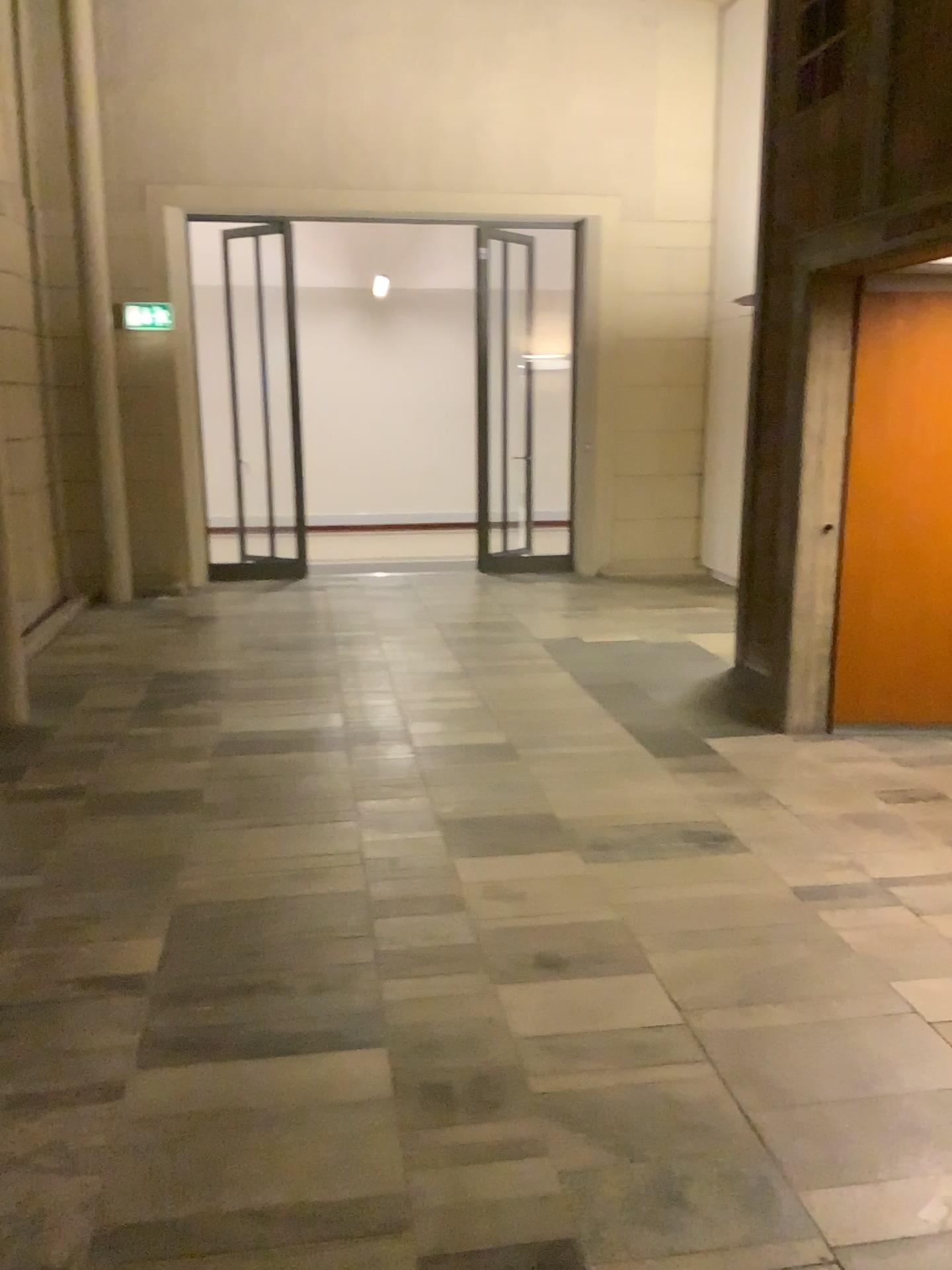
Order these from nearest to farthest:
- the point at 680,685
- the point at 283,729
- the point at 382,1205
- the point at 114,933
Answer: the point at 382,1205 < the point at 114,933 < the point at 283,729 < the point at 680,685

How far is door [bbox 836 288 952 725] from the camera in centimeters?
459cm

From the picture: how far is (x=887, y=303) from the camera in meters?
4.6 m
